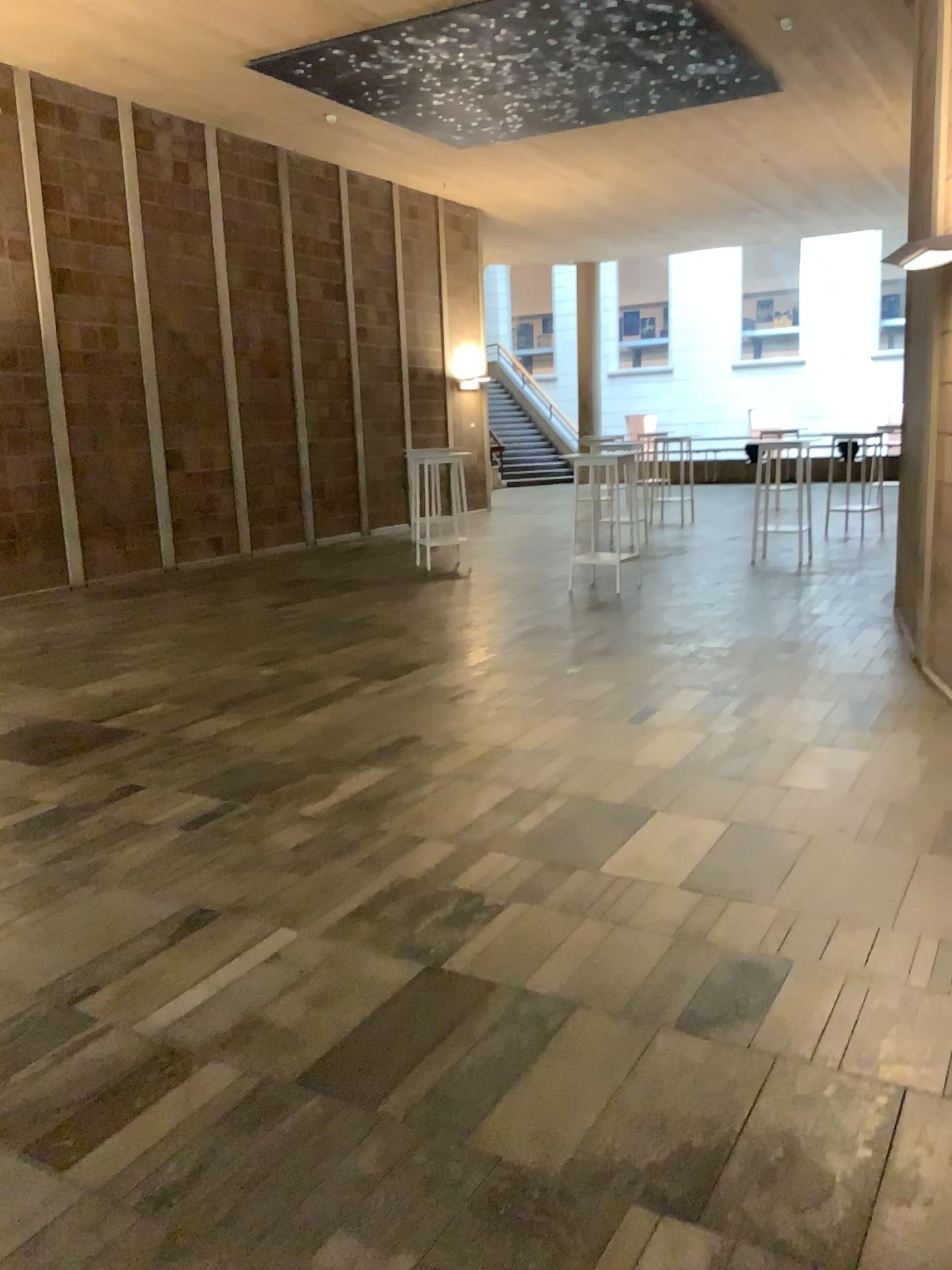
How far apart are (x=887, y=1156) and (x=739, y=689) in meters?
3.6 m
